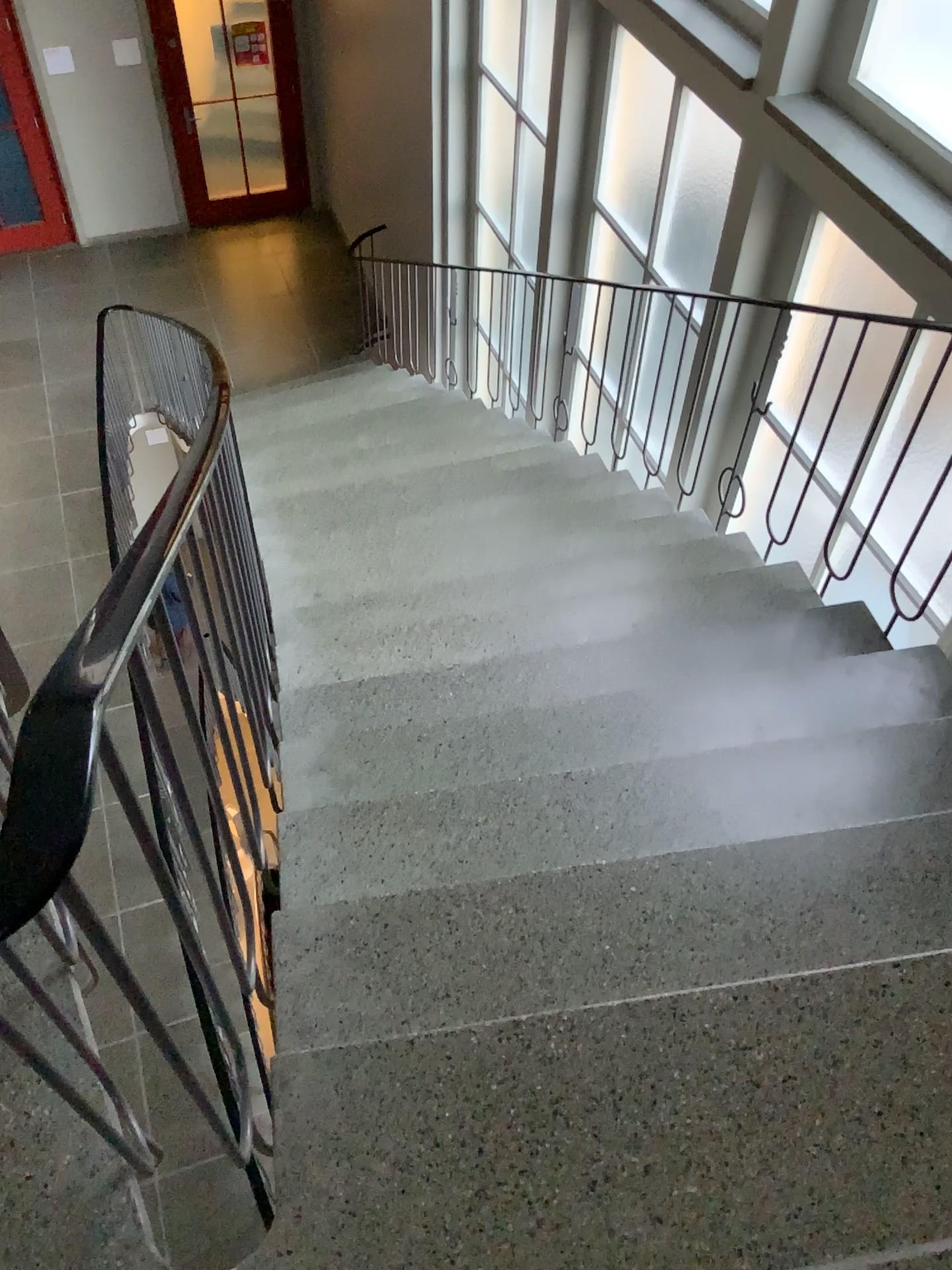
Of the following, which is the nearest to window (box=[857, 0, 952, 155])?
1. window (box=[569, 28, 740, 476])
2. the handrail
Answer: window (box=[569, 28, 740, 476])

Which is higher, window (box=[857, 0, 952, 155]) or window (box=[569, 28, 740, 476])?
window (box=[857, 0, 952, 155])

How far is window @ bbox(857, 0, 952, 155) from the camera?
2.9m

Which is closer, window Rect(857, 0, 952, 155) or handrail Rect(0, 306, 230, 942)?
handrail Rect(0, 306, 230, 942)

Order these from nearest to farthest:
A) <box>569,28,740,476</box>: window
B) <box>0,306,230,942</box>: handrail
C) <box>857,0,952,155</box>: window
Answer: <box>0,306,230,942</box>: handrail < <box>857,0,952,155</box>: window < <box>569,28,740,476</box>: window

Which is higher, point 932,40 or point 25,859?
point 25,859

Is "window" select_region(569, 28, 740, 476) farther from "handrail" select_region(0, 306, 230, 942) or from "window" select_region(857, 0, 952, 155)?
"handrail" select_region(0, 306, 230, 942)

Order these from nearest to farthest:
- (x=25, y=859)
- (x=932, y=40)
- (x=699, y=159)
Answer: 1. (x=25, y=859)
2. (x=932, y=40)
3. (x=699, y=159)

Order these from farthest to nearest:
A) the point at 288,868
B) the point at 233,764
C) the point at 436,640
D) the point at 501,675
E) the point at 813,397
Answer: the point at 813,397 < the point at 436,640 < the point at 501,675 < the point at 288,868 < the point at 233,764

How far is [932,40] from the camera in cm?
294
